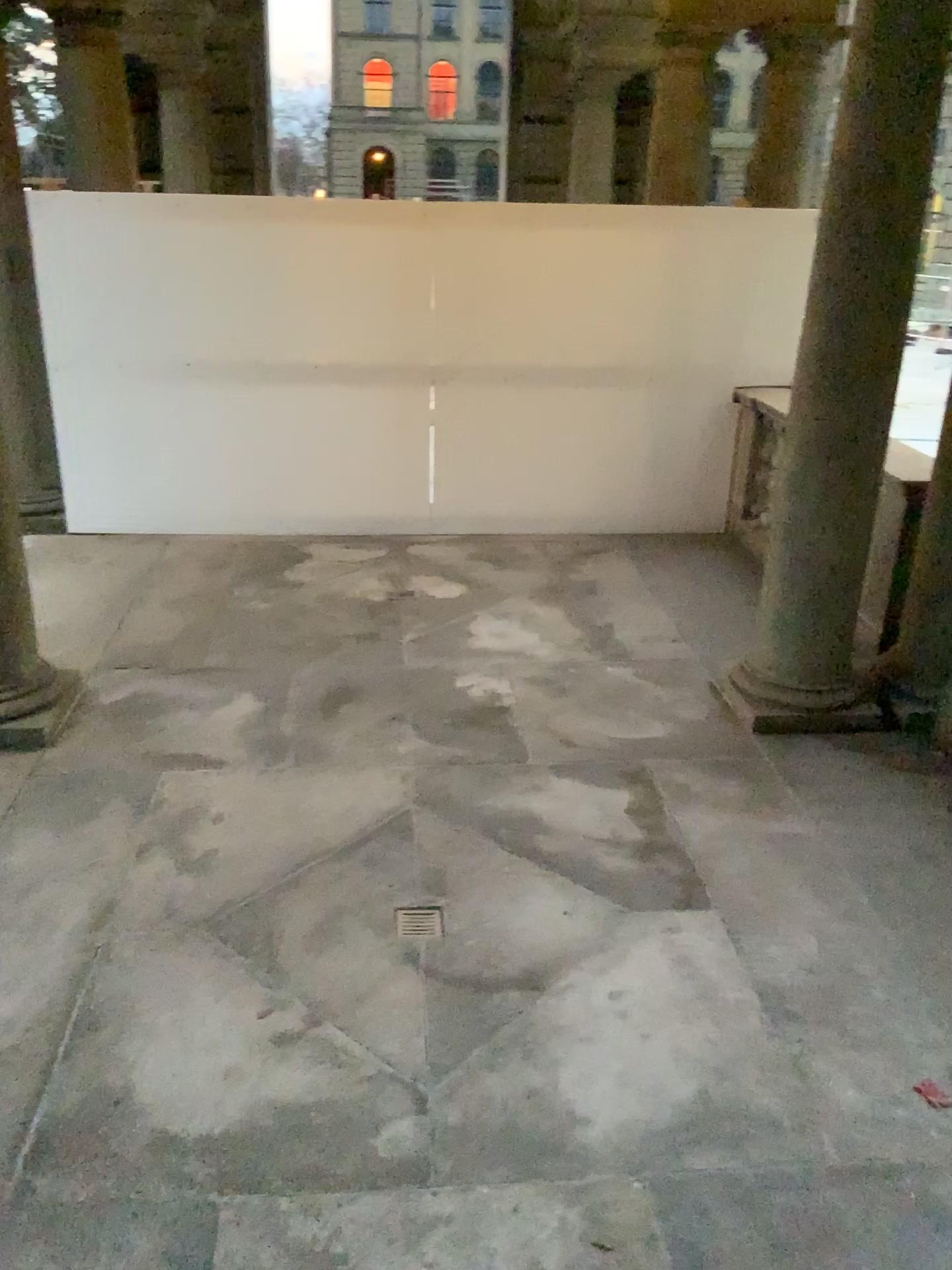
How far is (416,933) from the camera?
3.33m

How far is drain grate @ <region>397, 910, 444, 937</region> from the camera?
3.3m

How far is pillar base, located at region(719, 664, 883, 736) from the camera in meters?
4.6

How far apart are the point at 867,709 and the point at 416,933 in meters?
2.4 m

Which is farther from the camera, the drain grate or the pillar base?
the pillar base

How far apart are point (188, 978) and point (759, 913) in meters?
1.8 m

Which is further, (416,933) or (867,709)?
(867,709)

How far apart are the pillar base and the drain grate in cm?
187
